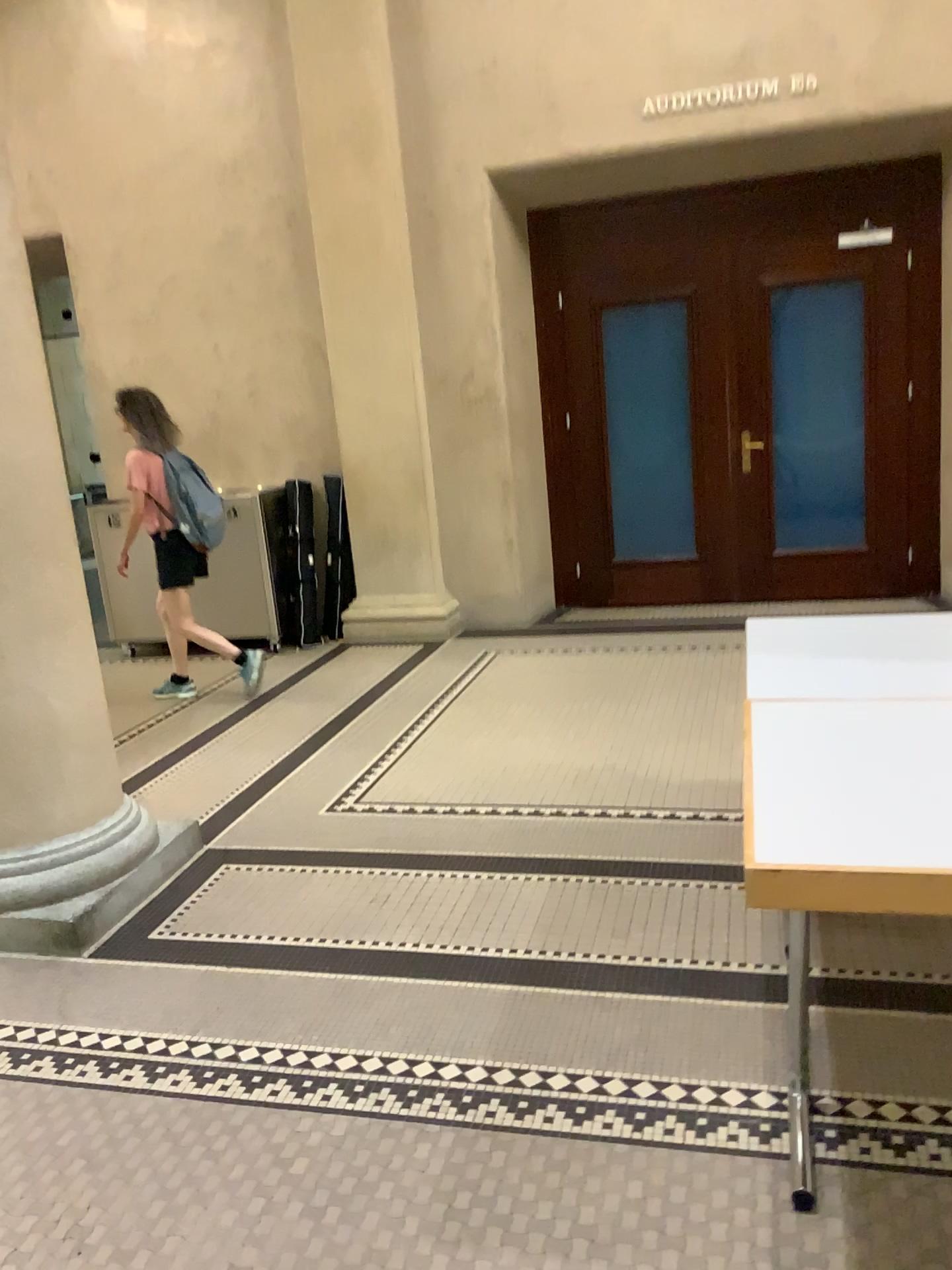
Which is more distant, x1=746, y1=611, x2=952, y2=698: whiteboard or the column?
the column

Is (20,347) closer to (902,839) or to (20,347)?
(20,347)

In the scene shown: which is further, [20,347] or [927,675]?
[20,347]

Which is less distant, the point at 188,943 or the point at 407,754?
the point at 188,943

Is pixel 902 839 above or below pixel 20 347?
below

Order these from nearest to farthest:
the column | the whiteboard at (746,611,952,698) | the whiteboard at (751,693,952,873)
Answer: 1. the whiteboard at (751,693,952,873)
2. the whiteboard at (746,611,952,698)
3. the column

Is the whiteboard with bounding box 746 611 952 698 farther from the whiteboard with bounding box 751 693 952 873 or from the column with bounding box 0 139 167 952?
the column with bounding box 0 139 167 952

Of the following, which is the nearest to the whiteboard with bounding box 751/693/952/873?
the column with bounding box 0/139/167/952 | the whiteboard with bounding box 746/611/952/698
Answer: the whiteboard with bounding box 746/611/952/698

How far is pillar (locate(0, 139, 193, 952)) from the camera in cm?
304

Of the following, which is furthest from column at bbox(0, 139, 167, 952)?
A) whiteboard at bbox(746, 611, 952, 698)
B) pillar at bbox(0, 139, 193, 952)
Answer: whiteboard at bbox(746, 611, 952, 698)
